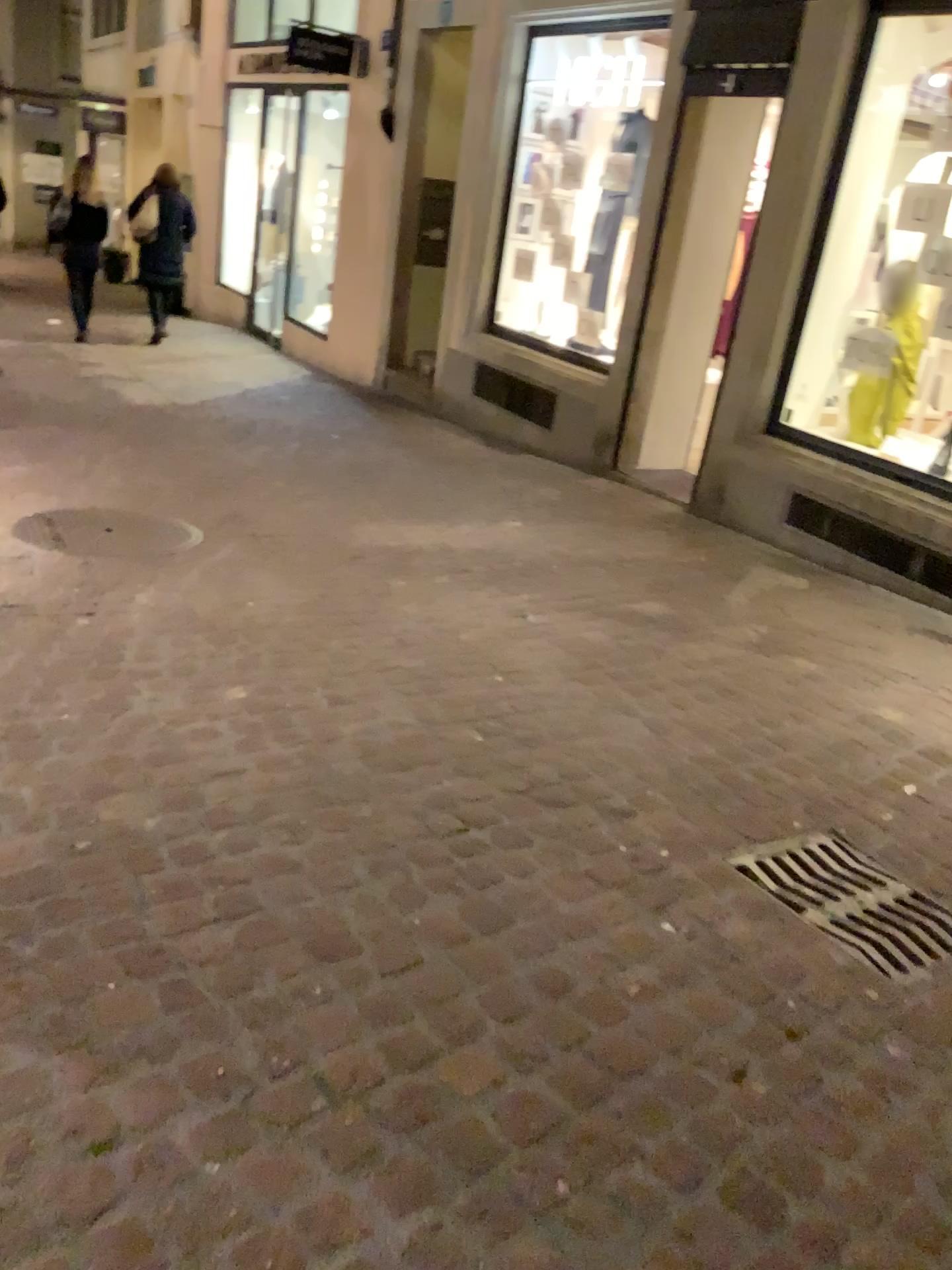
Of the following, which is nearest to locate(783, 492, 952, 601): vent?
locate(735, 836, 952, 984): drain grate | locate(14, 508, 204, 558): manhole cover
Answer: locate(735, 836, 952, 984): drain grate

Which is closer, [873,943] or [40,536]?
[873,943]

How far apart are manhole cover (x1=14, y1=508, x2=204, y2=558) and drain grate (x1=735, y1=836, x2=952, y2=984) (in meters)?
2.56

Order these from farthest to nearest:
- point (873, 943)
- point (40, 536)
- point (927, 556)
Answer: point (927, 556)
point (40, 536)
point (873, 943)

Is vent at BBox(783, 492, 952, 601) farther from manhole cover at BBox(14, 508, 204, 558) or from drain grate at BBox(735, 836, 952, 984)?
manhole cover at BBox(14, 508, 204, 558)

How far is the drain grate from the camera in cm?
221

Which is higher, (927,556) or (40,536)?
(927,556)

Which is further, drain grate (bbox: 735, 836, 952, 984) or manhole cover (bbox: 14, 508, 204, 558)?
manhole cover (bbox: 14, 508, 204, 558)

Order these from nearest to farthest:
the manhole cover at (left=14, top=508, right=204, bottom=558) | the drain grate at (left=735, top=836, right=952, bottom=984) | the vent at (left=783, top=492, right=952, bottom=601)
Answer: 1. the drain grate at (left=735, top=836, right=952, bottom=984)
2. the manhole cover at (left=14, top=508, right=204, bottom=558)
3. the vent at (left=783, top=492, right=952, bottom=601)

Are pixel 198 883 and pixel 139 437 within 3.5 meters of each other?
no
